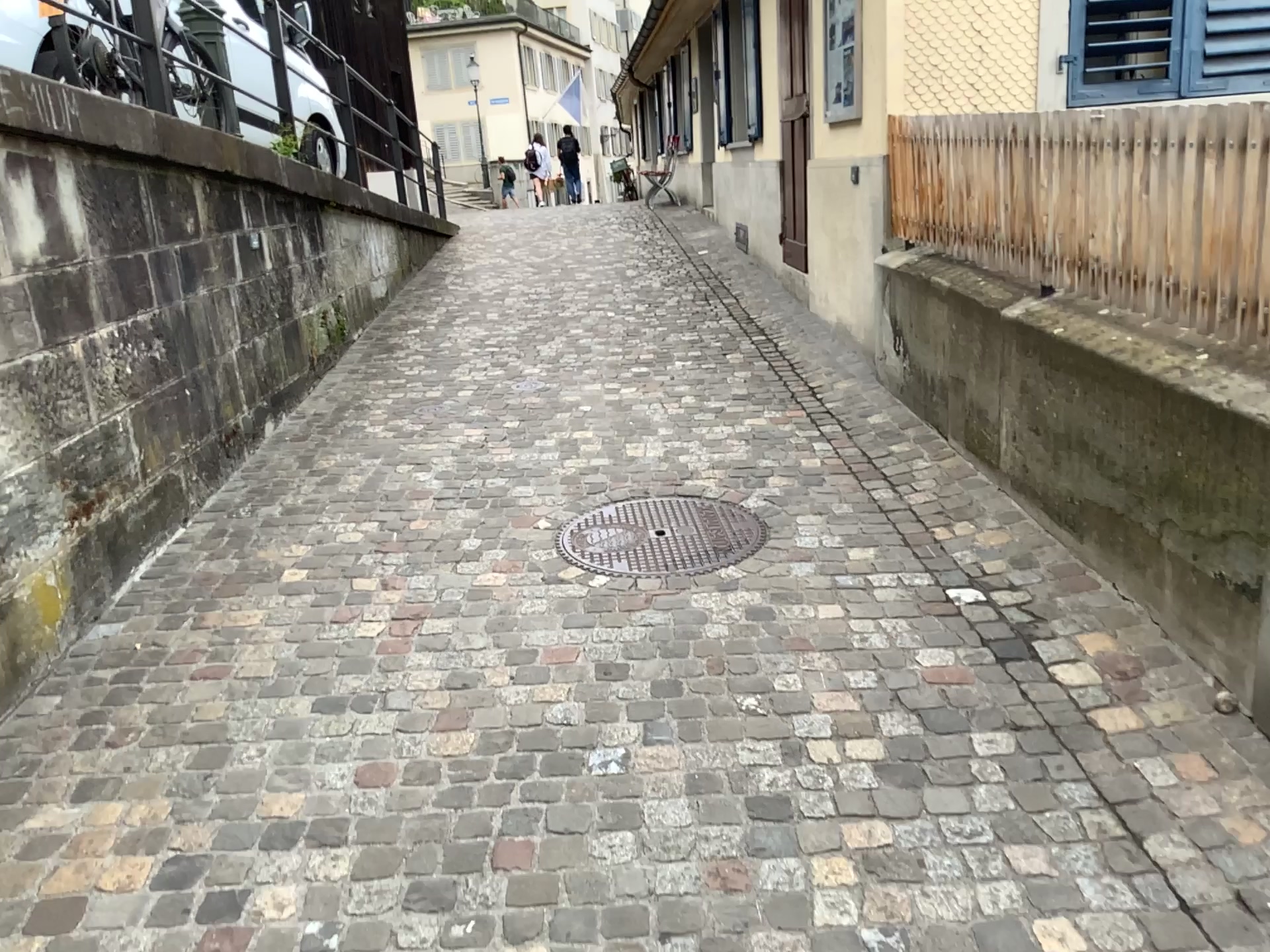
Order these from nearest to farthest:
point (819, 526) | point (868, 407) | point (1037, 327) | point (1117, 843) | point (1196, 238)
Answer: point (1117, 843)
point (1196, 238)
point (1037, 327)
point (819, 526)
point (868, 407)
